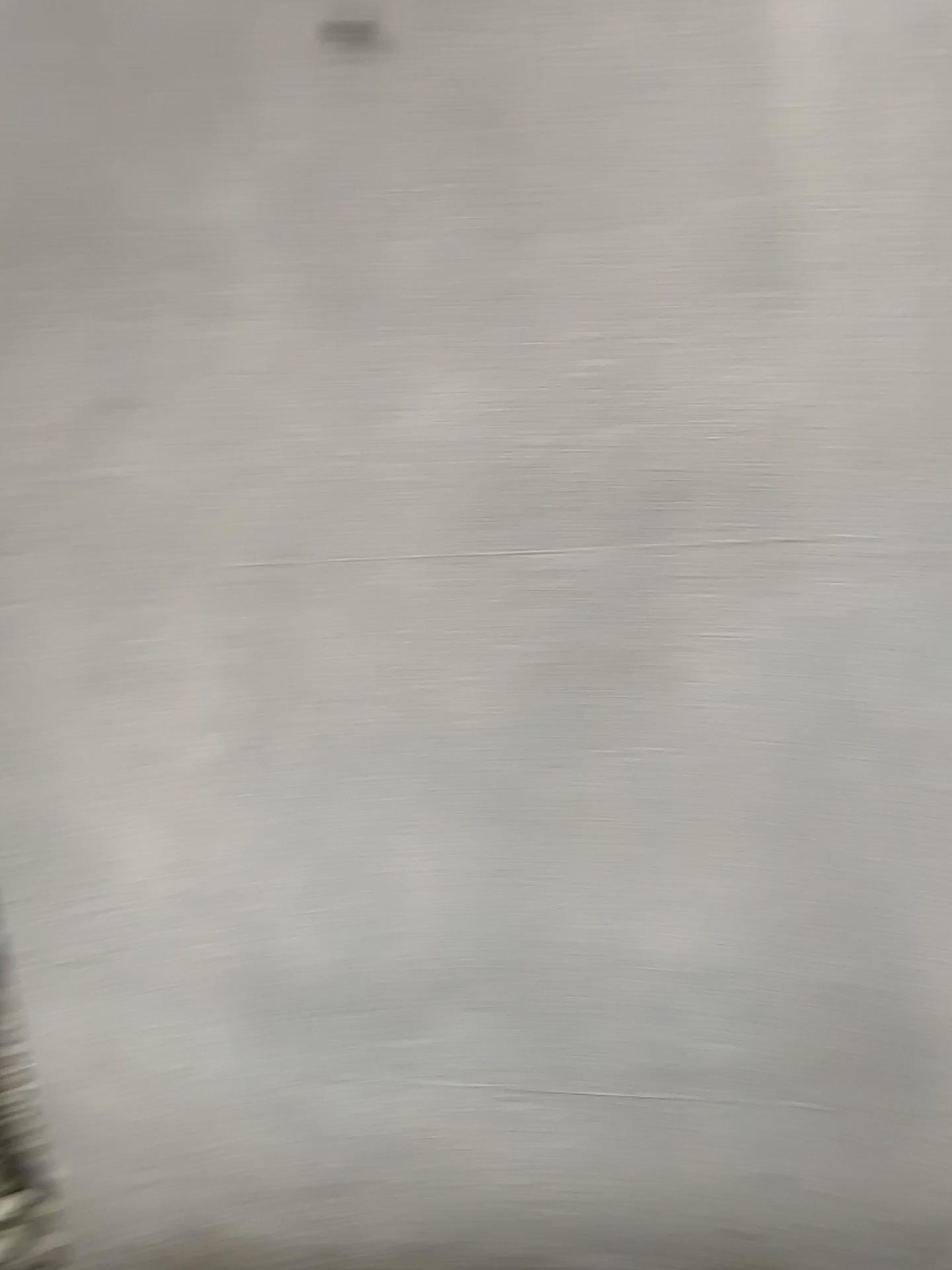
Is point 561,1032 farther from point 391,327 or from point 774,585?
Result: point 391,327

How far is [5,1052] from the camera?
1.8m

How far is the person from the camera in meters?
1.8 m
